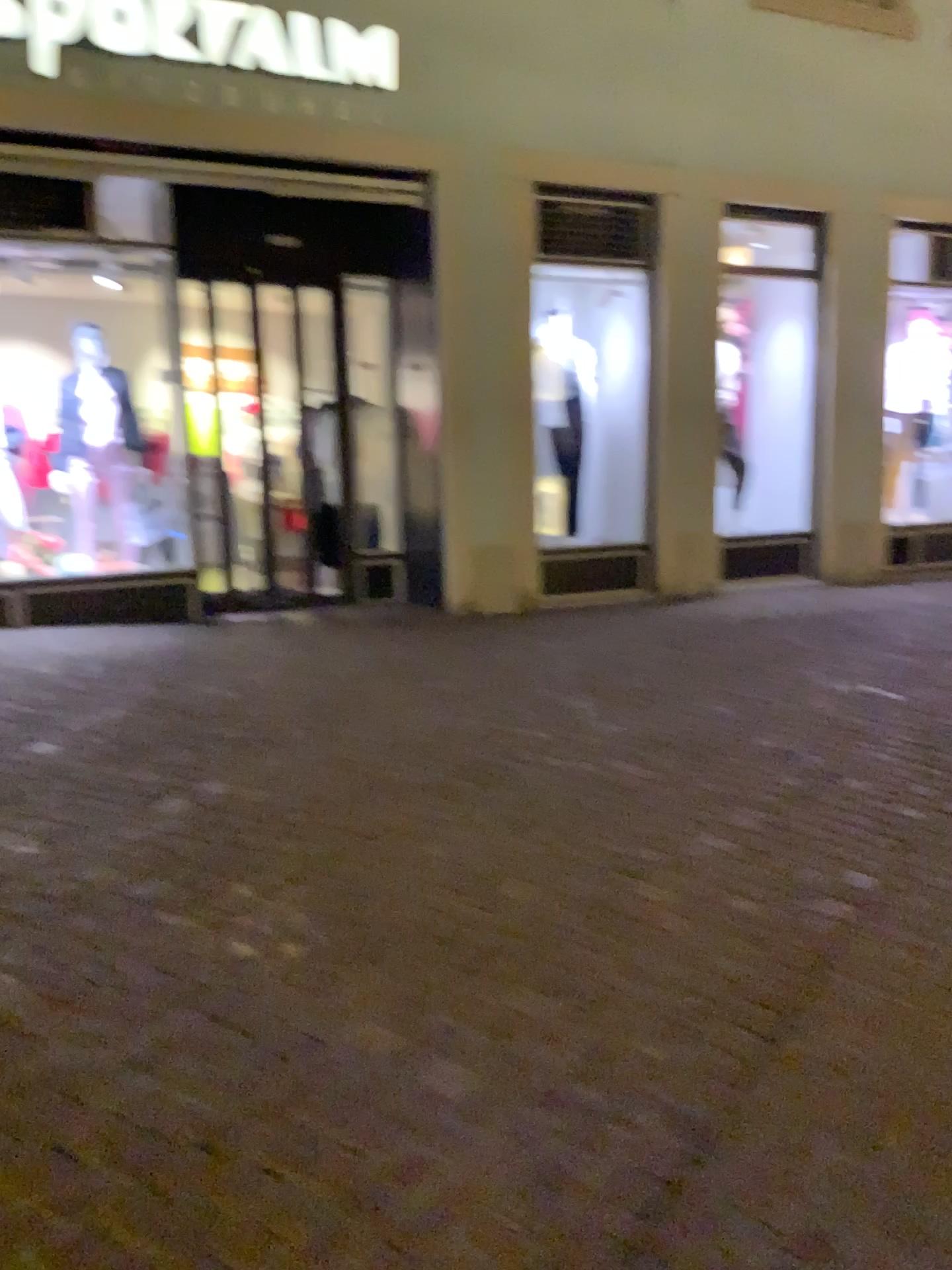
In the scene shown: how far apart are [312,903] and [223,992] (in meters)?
0.44
